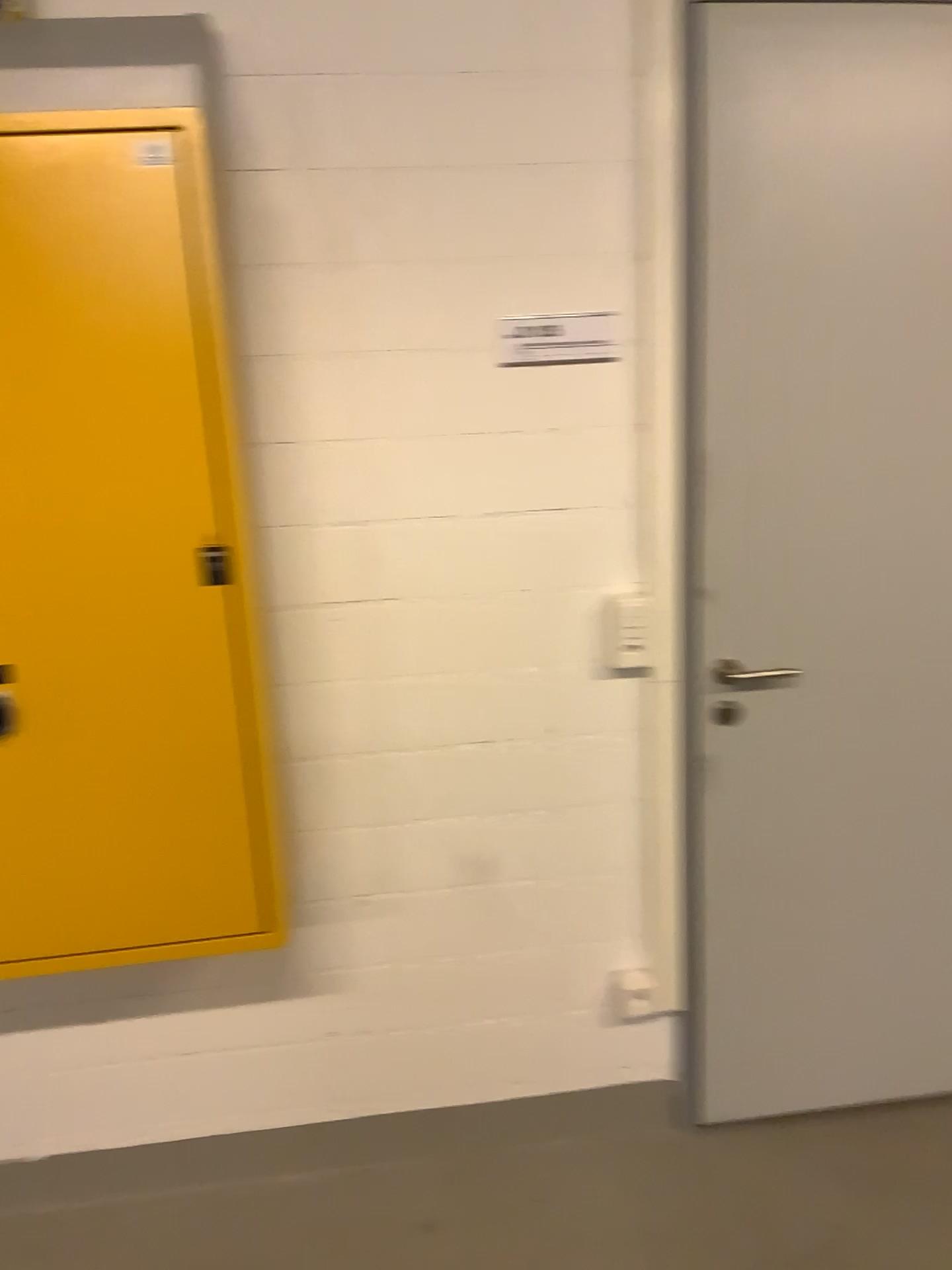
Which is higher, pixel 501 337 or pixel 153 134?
pixel 153 134

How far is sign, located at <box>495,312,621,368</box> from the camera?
1.9m

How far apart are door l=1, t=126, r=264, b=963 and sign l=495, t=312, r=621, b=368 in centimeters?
60cm

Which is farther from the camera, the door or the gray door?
the gray door

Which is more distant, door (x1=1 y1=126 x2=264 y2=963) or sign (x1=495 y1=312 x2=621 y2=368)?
sign (x1=495 y1=312 x2=621 y2=368)

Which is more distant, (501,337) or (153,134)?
(501,337)

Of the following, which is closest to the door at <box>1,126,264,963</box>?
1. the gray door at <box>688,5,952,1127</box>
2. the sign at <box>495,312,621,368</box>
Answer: the sign at <box>495,312,621,368</box>

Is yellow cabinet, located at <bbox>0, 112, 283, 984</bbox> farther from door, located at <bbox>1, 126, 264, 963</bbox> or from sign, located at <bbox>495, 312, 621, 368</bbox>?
sign, located at <bbox>495, 312, 621, 368</bbox>

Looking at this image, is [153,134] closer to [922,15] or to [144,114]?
[144,114]

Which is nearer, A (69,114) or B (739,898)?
A (69,114)
